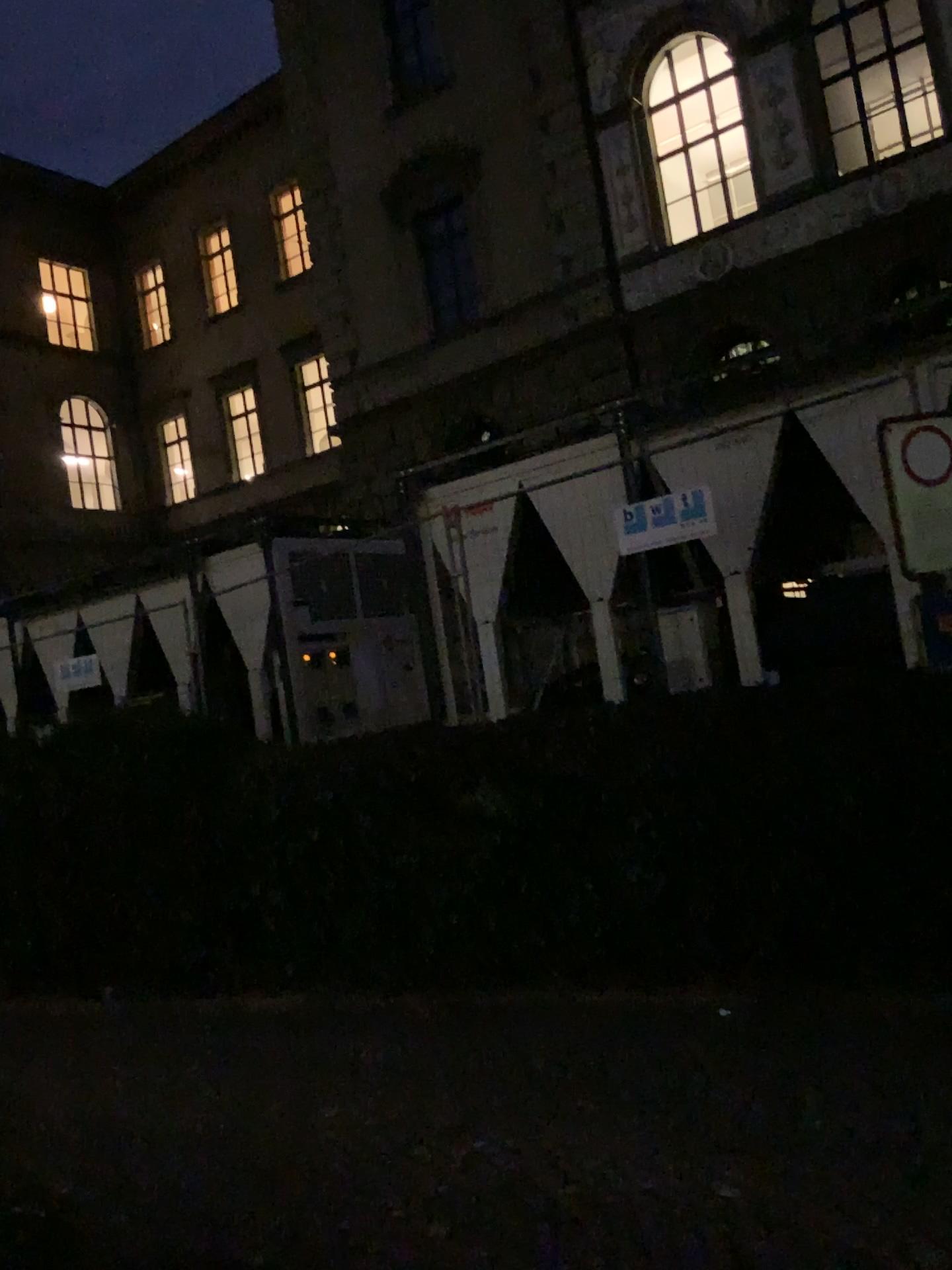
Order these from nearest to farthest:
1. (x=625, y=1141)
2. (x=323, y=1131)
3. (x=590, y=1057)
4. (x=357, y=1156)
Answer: (x=625, y=1141) < (x=357, y=1156) < (x=323, y=1131) < (x=590, y=1057)
